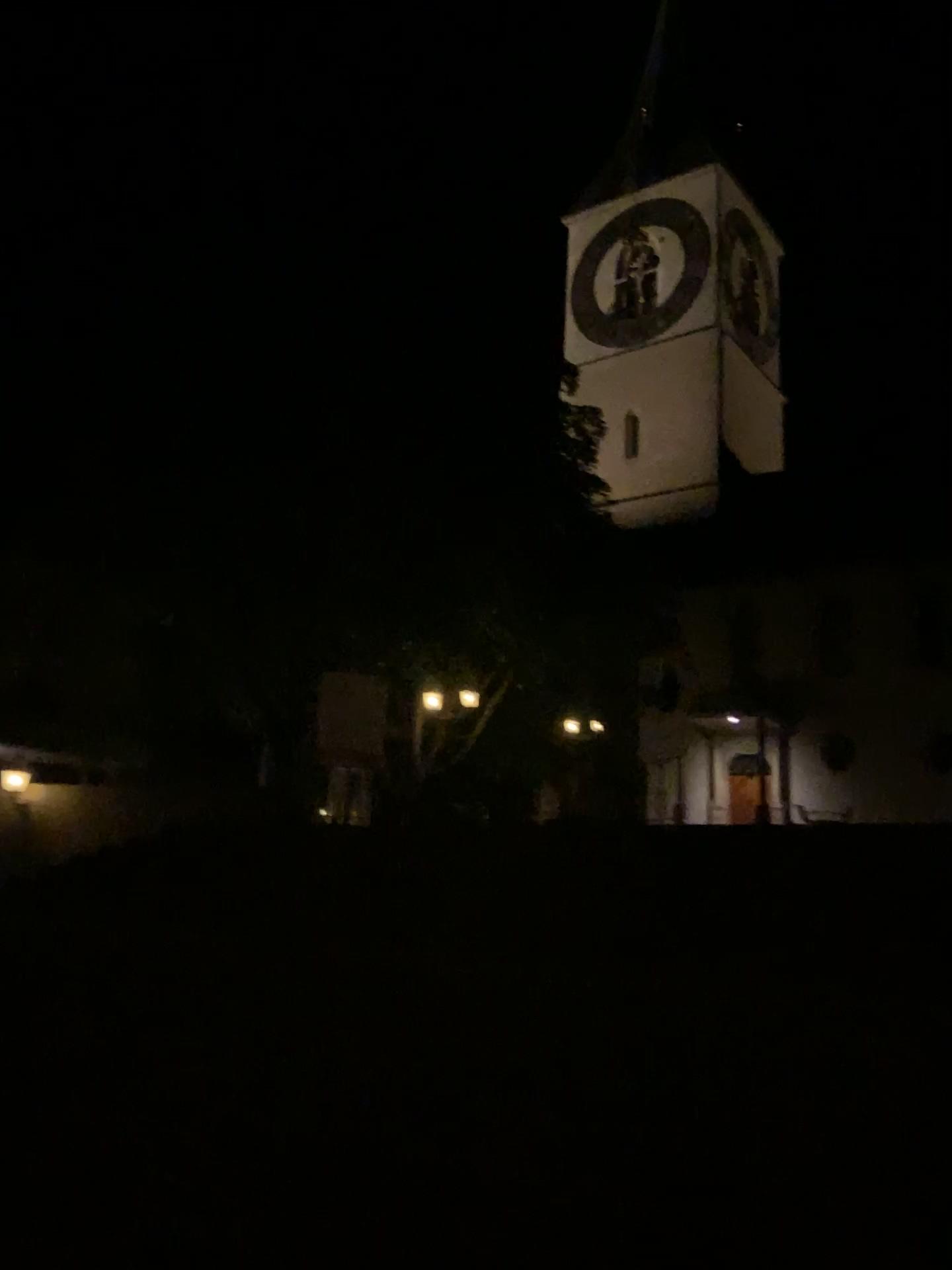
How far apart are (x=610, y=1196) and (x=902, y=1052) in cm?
135
